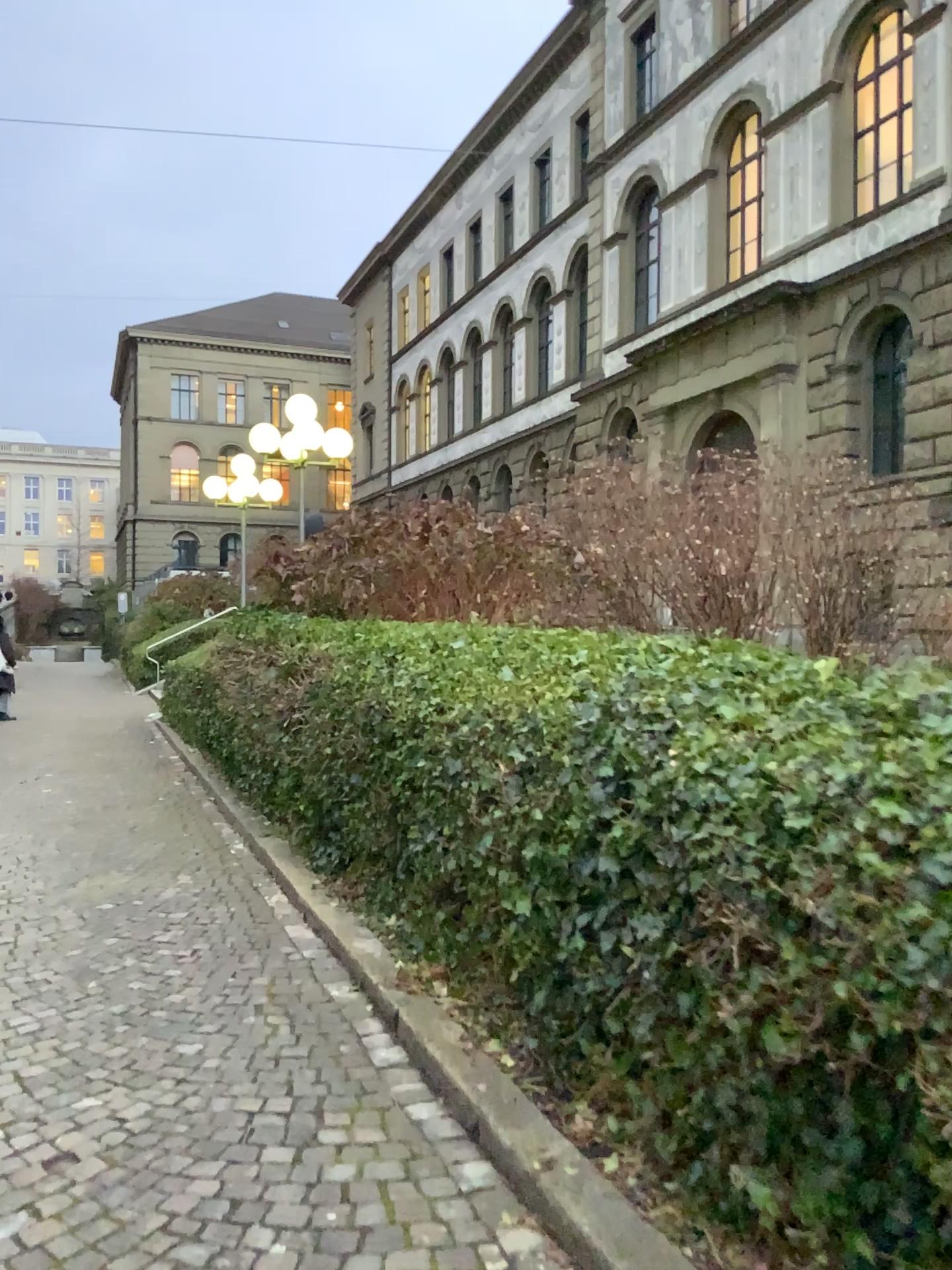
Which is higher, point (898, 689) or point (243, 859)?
point (898, 689)
